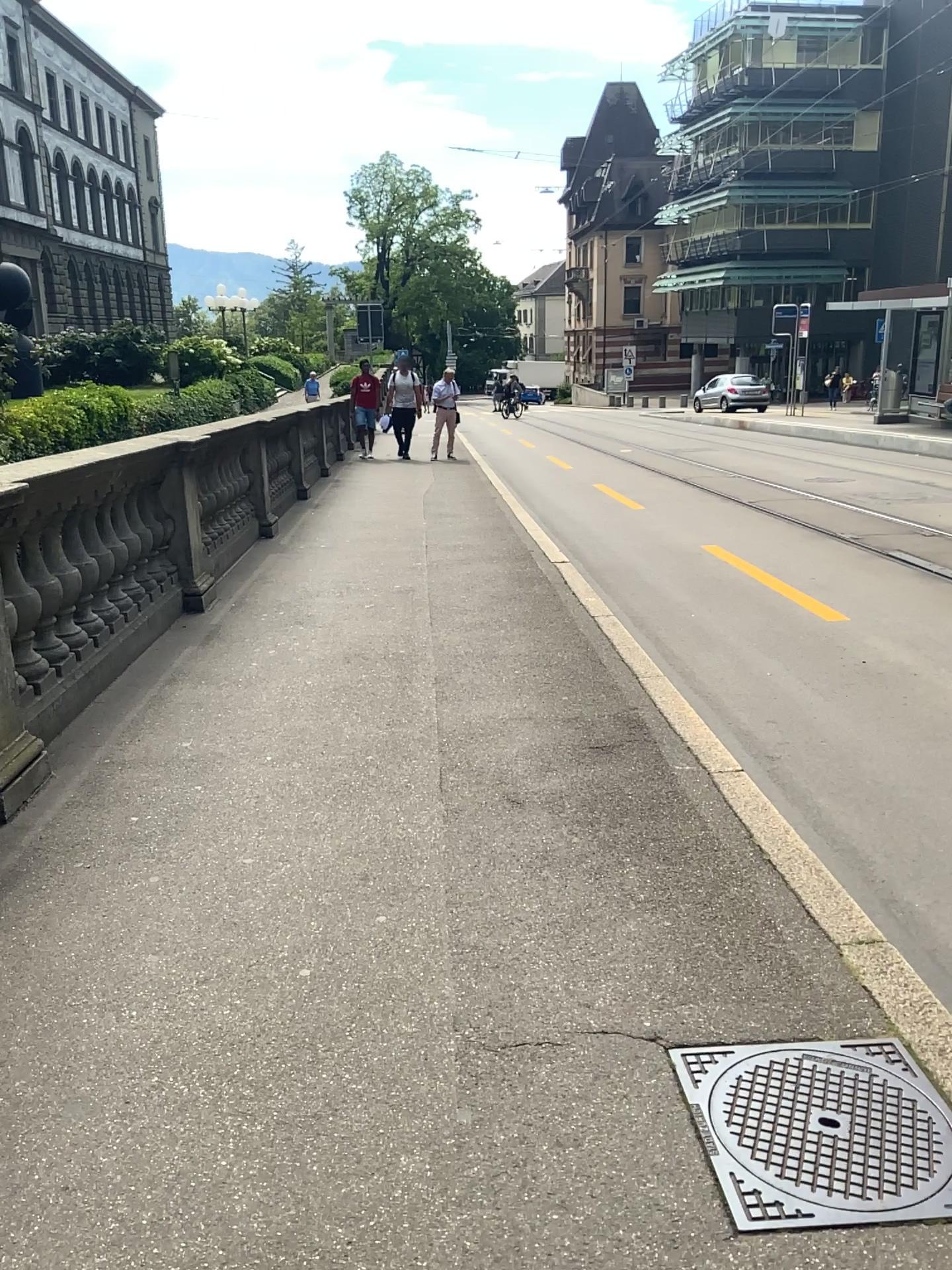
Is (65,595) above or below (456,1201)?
above
